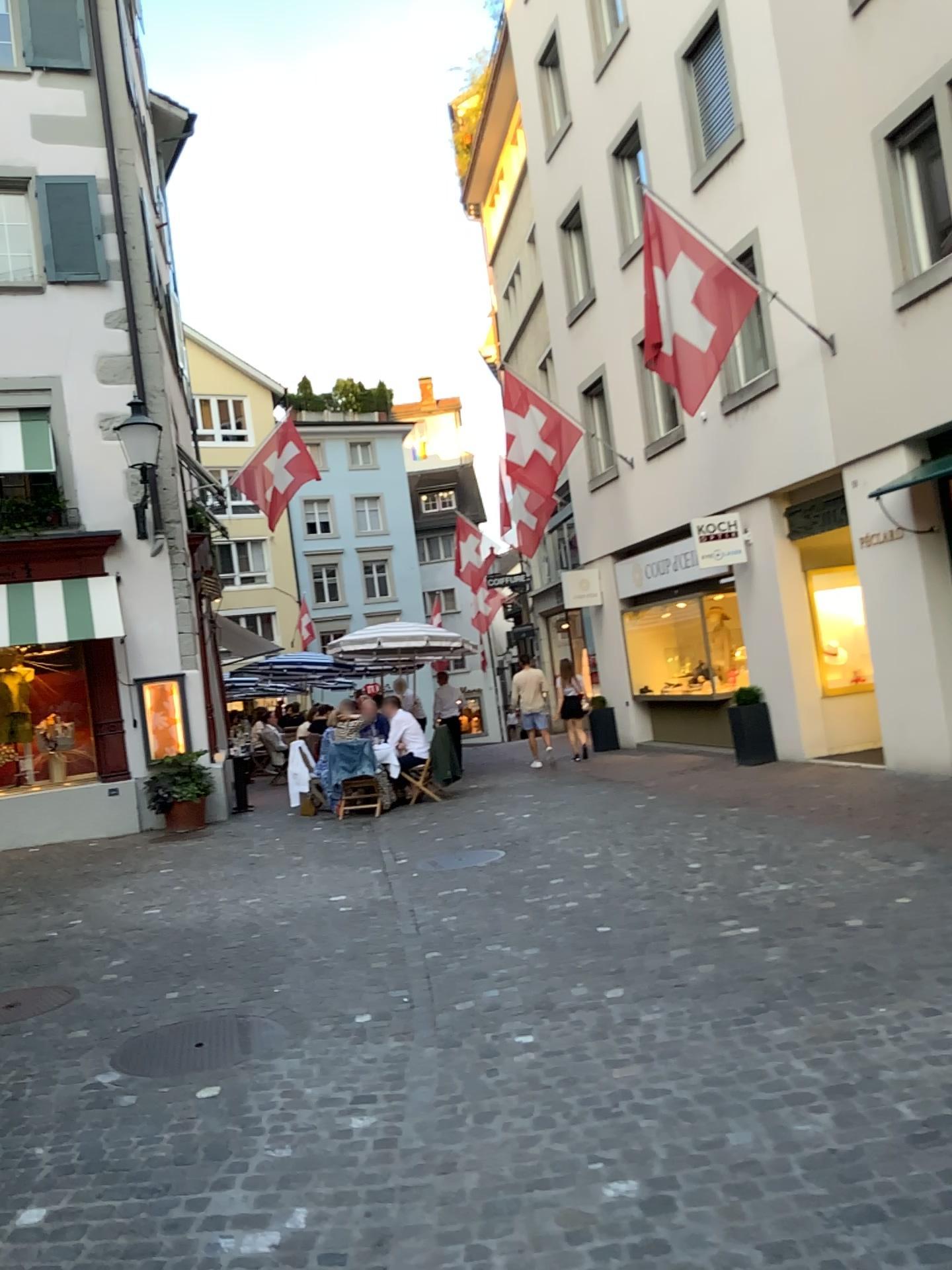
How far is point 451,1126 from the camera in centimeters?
339cm
